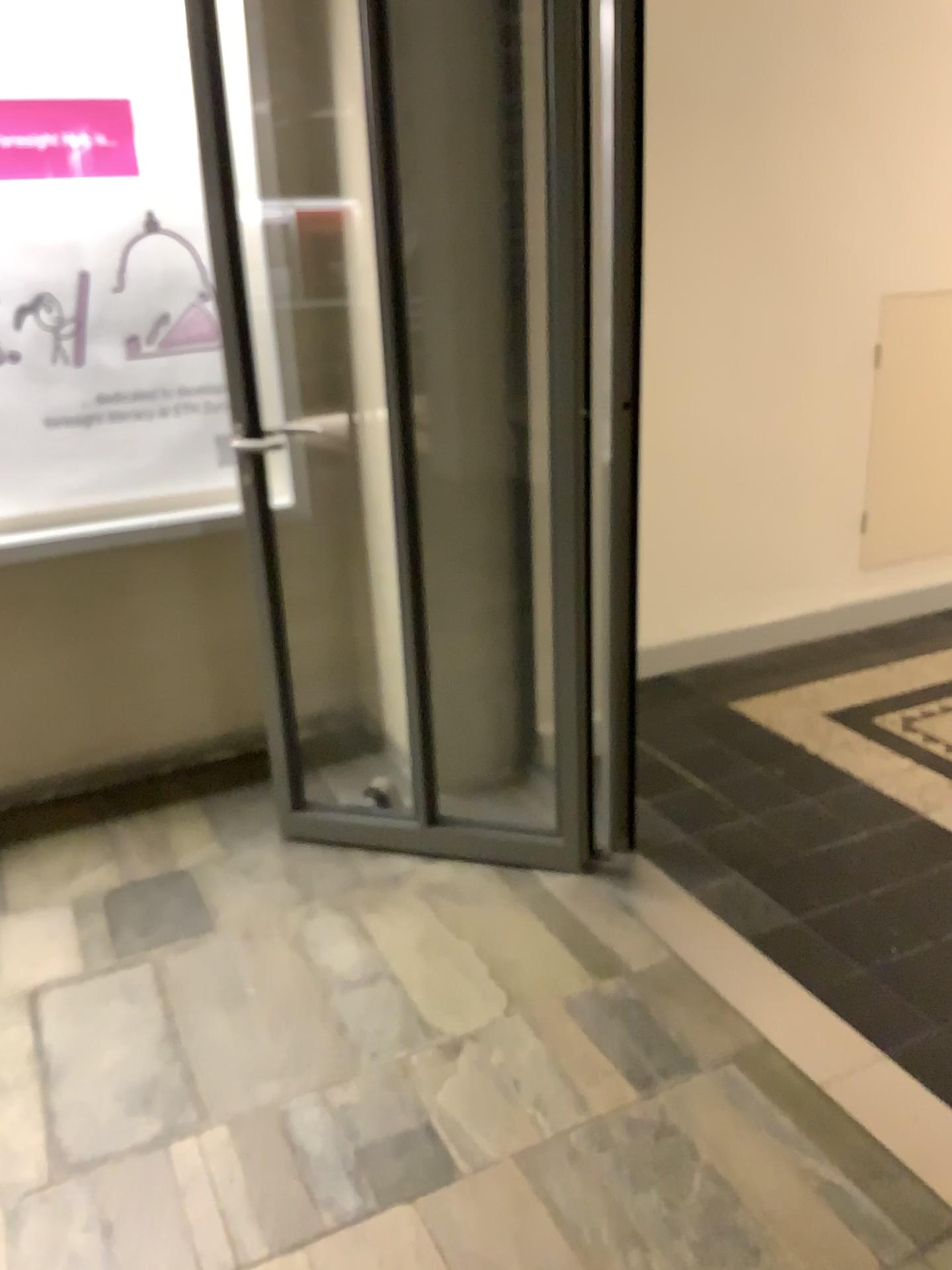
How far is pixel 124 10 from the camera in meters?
2.6

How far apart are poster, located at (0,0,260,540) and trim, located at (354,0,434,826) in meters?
0.5 m

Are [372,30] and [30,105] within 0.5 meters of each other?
no

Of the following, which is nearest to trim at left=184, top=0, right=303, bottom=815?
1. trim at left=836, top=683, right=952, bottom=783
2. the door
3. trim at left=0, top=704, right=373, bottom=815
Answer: the door

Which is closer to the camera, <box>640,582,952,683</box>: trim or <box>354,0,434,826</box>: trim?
<box>354,0,434,826</box>: trim

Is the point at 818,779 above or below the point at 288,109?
below

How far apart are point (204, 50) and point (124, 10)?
0.3 meters

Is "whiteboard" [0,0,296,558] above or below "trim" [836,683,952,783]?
above

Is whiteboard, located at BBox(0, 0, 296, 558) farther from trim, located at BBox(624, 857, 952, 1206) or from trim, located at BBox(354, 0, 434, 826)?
trim, located at BBox(624, 857, 952, 1206)

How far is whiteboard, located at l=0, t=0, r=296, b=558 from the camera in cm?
258
